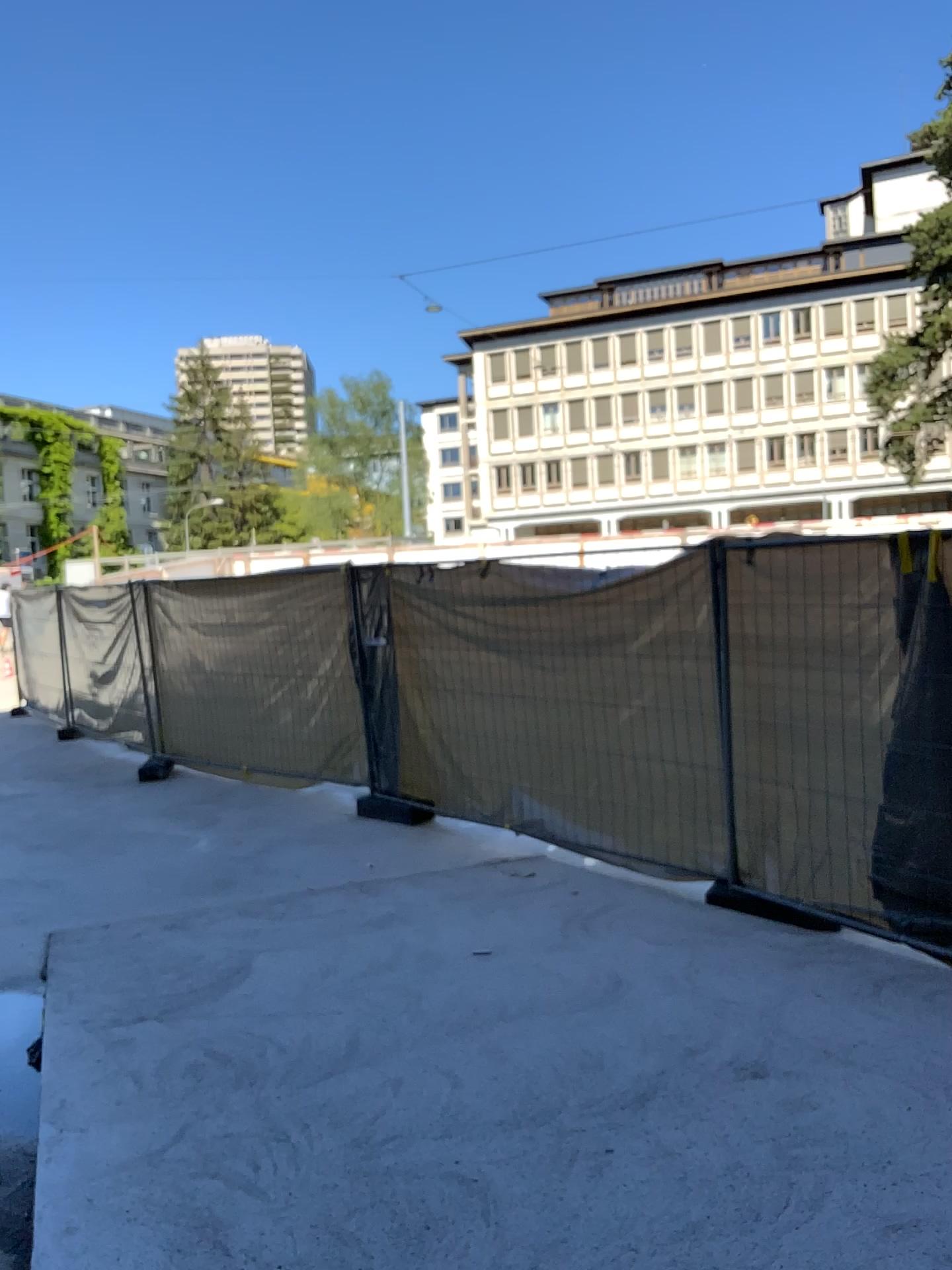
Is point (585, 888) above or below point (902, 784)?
below
